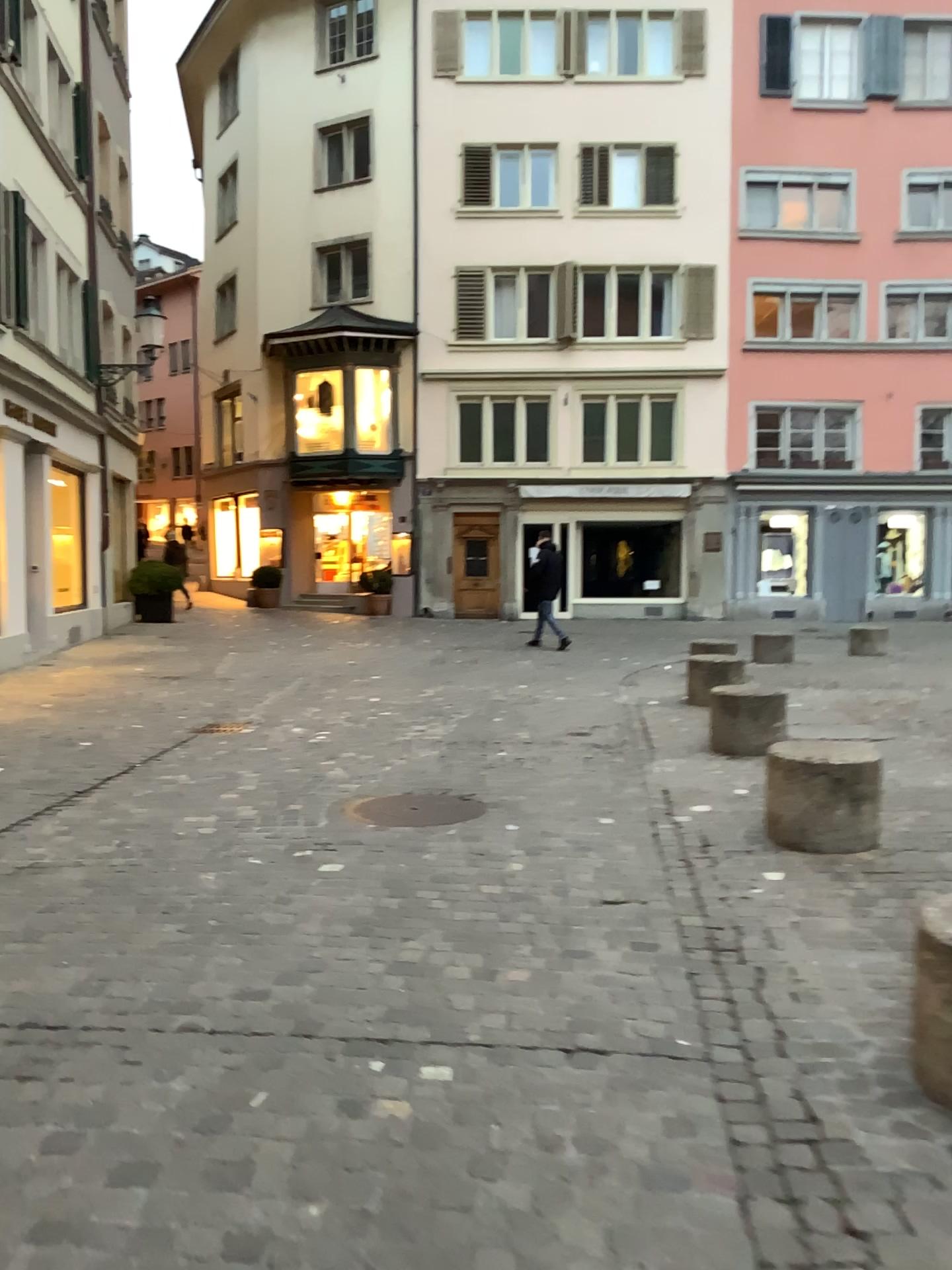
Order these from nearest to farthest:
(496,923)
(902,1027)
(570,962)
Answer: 1. (902,1027)
2. (570,962)
3. (496,923)
